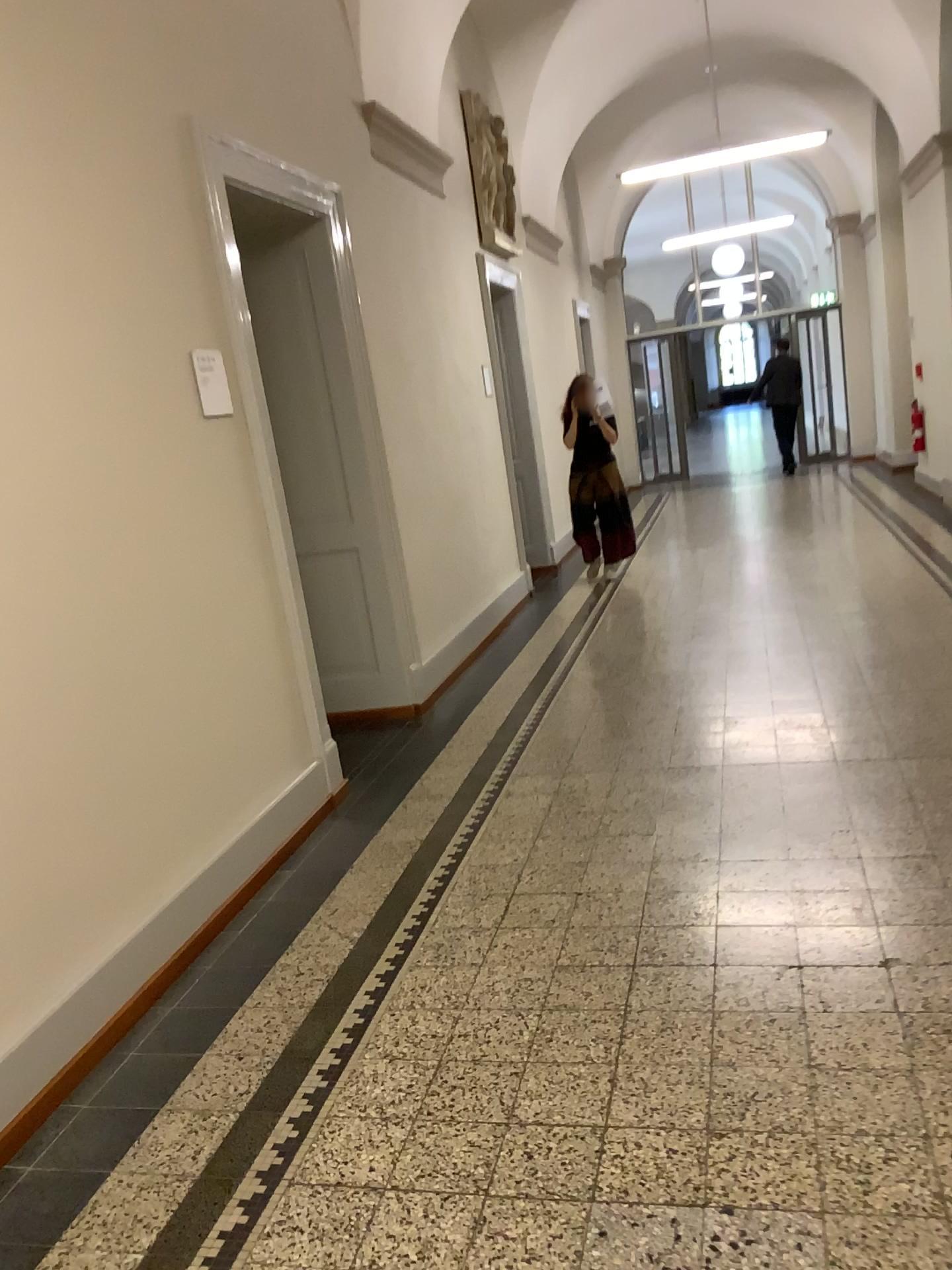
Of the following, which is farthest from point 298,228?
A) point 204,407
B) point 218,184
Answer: point 204,407

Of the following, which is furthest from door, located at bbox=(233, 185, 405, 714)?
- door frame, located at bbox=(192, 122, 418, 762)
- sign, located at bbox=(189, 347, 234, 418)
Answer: sign, located at bbox=(189, 347, 234, 418)

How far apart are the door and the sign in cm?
129

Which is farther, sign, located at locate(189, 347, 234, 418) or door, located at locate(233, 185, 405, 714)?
door, located at locate(233, 185, 405, 714)

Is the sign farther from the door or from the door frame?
the door

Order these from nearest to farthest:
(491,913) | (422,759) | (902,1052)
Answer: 1. (902,1052)
2. (491,913)
3. (422,759)

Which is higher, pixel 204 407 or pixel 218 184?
pixel 218 184

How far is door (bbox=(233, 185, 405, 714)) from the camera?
4.82m

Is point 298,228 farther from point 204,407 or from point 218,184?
point 204,407
